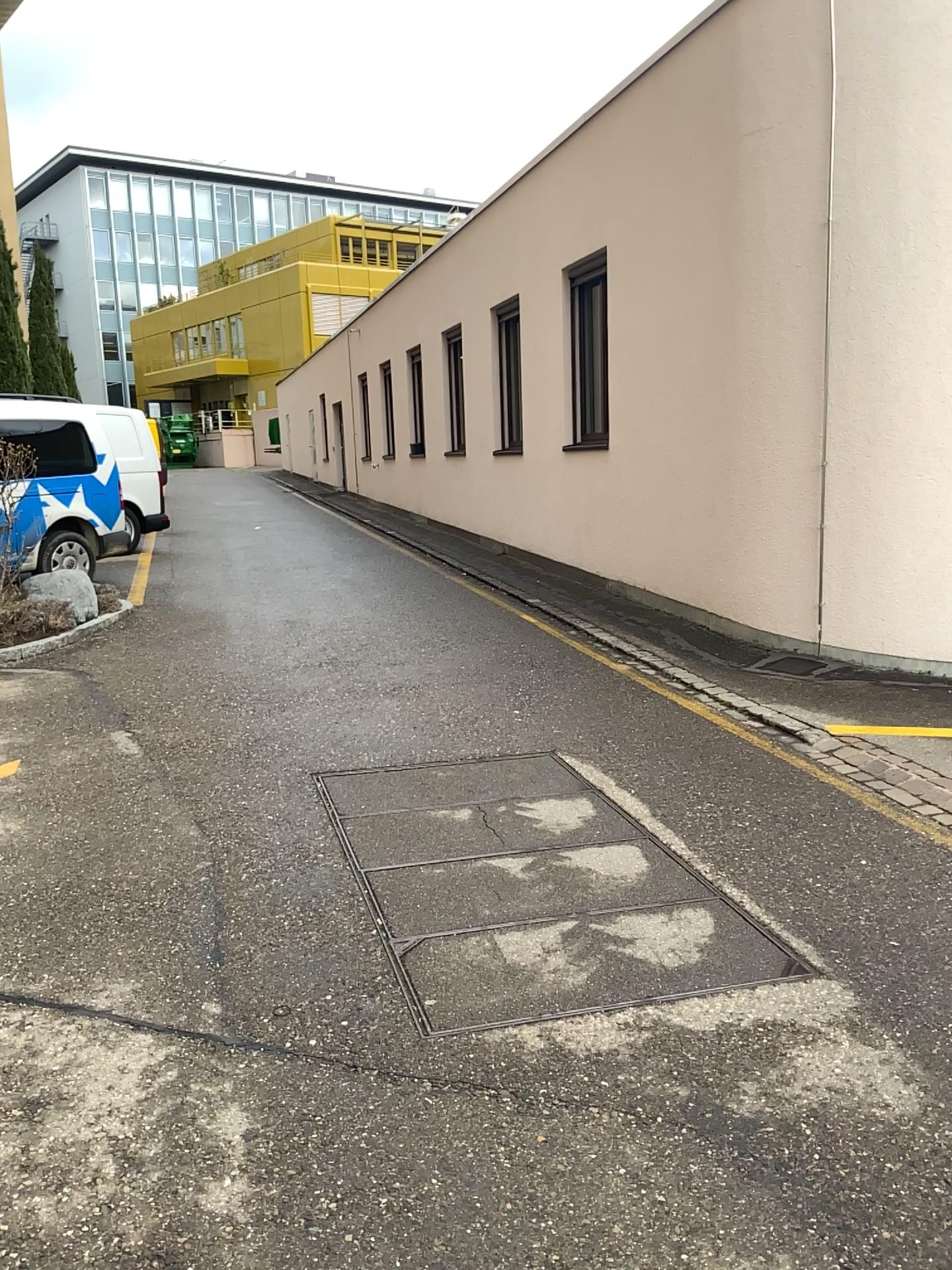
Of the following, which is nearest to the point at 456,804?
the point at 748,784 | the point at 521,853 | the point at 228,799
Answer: the point at 521,853
